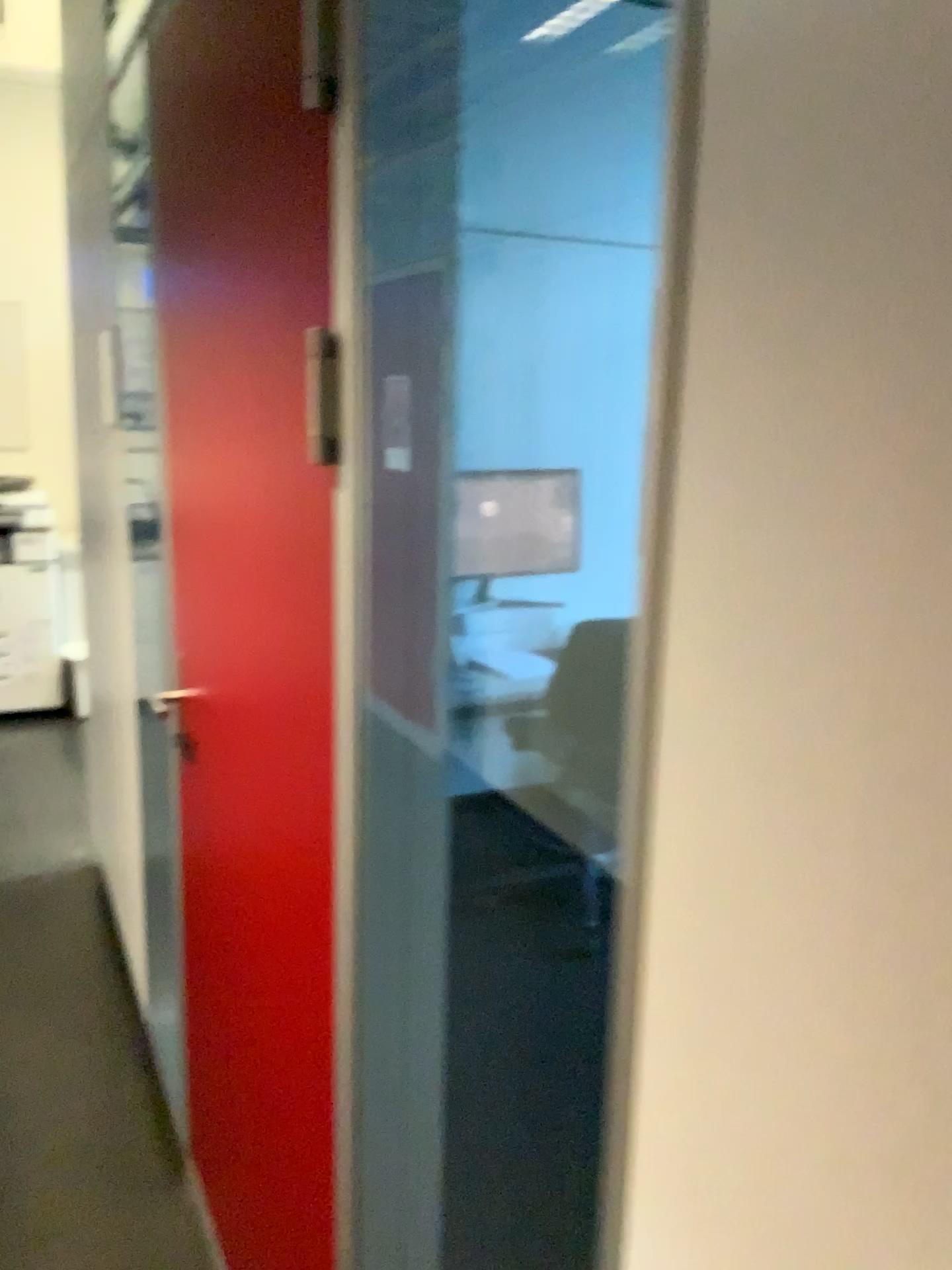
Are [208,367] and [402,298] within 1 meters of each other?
yes
